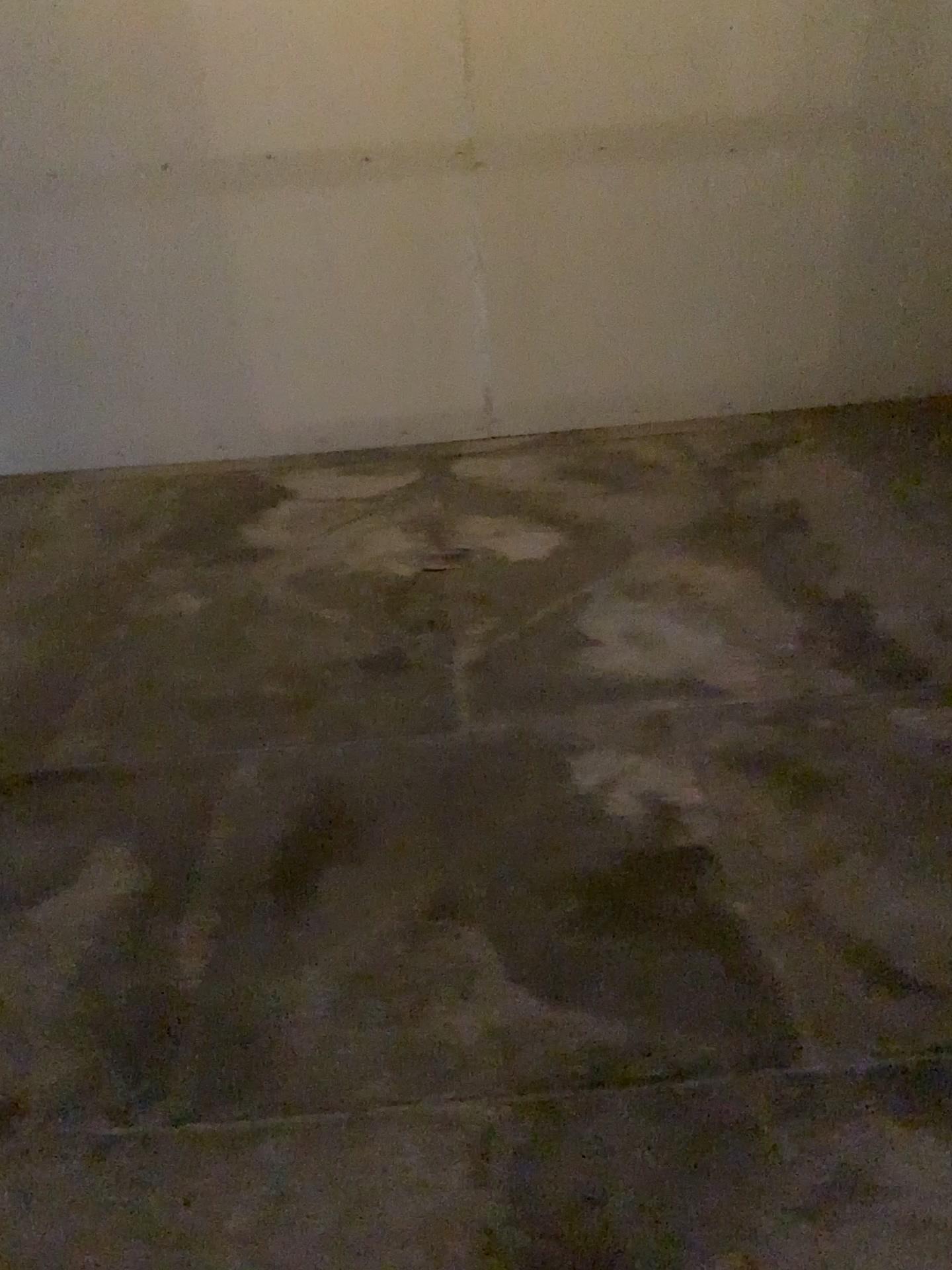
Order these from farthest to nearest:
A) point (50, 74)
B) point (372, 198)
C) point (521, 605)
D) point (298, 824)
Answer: point (372, 198) → point (50, 74) → point (521, 605) → point (298, 824)
